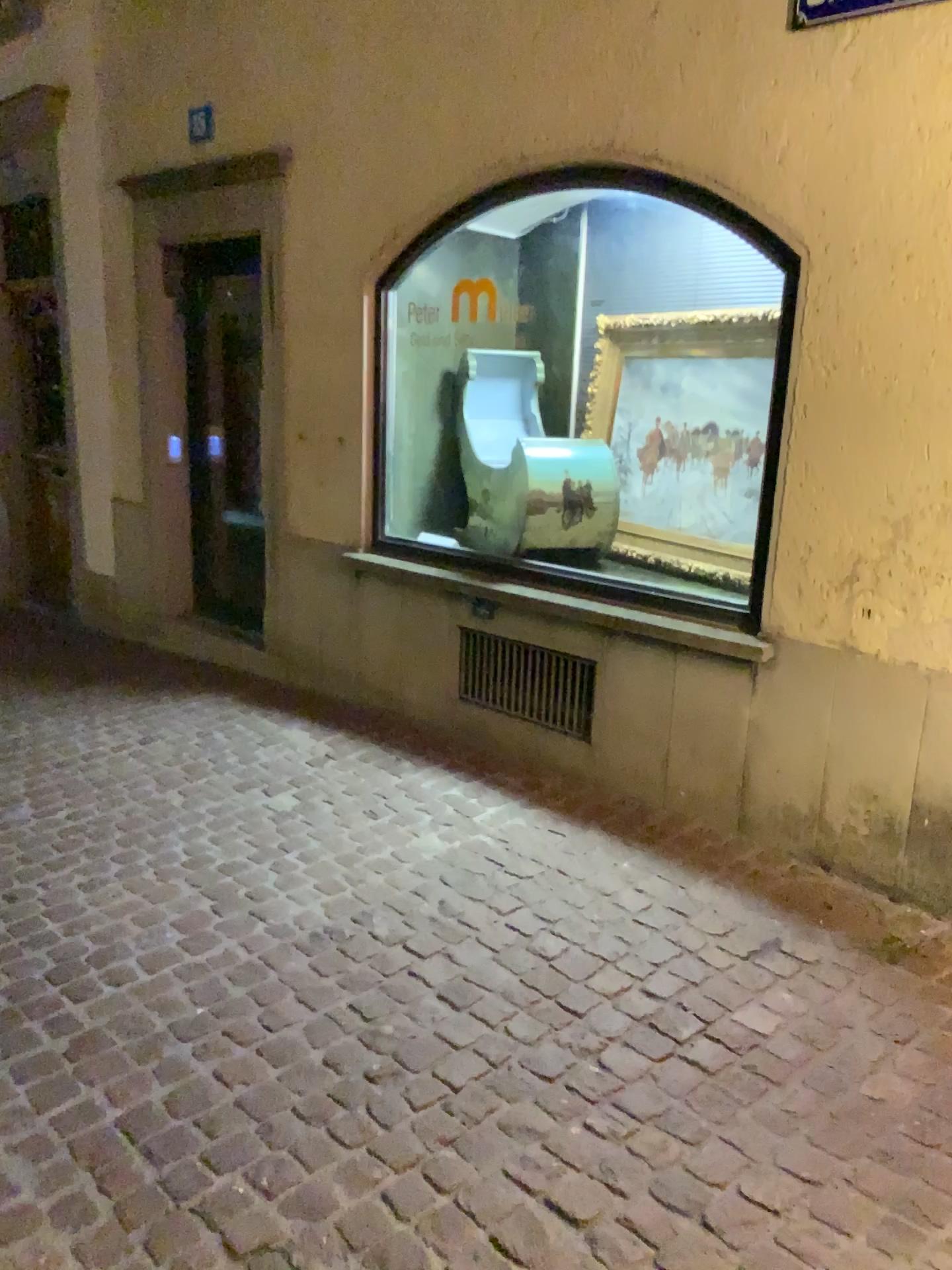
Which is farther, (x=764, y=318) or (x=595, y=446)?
(x=595, y=446)

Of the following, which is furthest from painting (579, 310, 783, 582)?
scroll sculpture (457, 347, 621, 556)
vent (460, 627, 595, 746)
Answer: vent (460, 627, 595, 746)

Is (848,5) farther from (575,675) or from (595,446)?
(575,675)

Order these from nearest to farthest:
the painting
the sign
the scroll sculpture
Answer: the sign, the painting, the scroll sculpture

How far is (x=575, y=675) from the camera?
3.94m

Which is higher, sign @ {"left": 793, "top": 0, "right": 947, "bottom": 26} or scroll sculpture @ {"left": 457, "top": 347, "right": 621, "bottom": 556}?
sign @ {"left": 793, "top": 0, "right": 947, "bottom": 26}

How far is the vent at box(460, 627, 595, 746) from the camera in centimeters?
394cm

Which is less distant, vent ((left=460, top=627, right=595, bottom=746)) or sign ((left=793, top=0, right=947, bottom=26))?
sign ((left=793, top=0, right=947, bottom=26))

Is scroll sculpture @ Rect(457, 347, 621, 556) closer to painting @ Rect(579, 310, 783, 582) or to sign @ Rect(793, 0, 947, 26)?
painting @ Rect(579, 310, 783, 582)

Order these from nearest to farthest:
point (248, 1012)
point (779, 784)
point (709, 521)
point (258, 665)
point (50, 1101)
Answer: point (50, 1101) < point (248, 1012) < point (779, 784) < point (709, 521) < point (258, 665)
